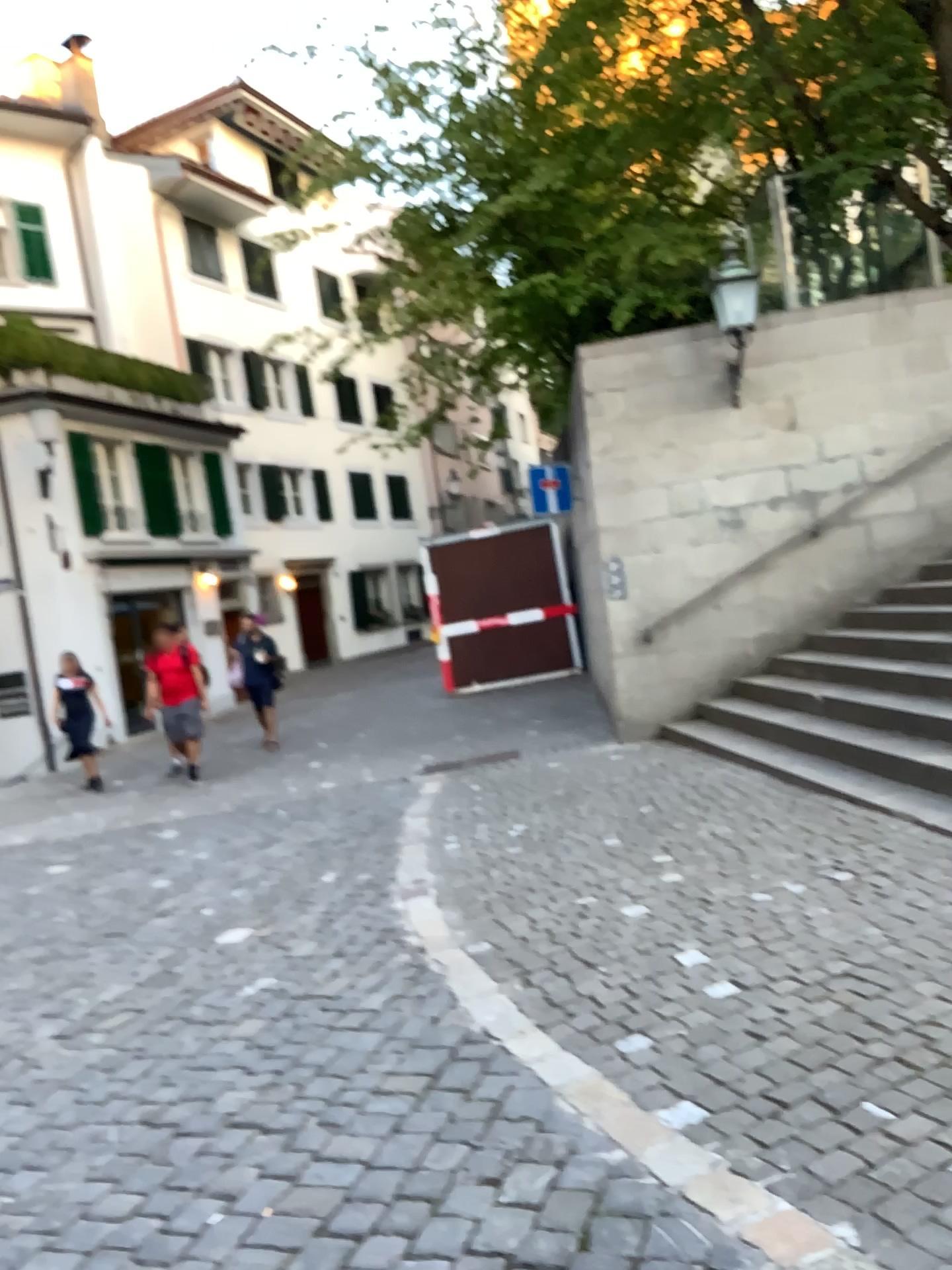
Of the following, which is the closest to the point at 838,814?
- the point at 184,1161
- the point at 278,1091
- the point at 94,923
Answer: the point at 278,1091
